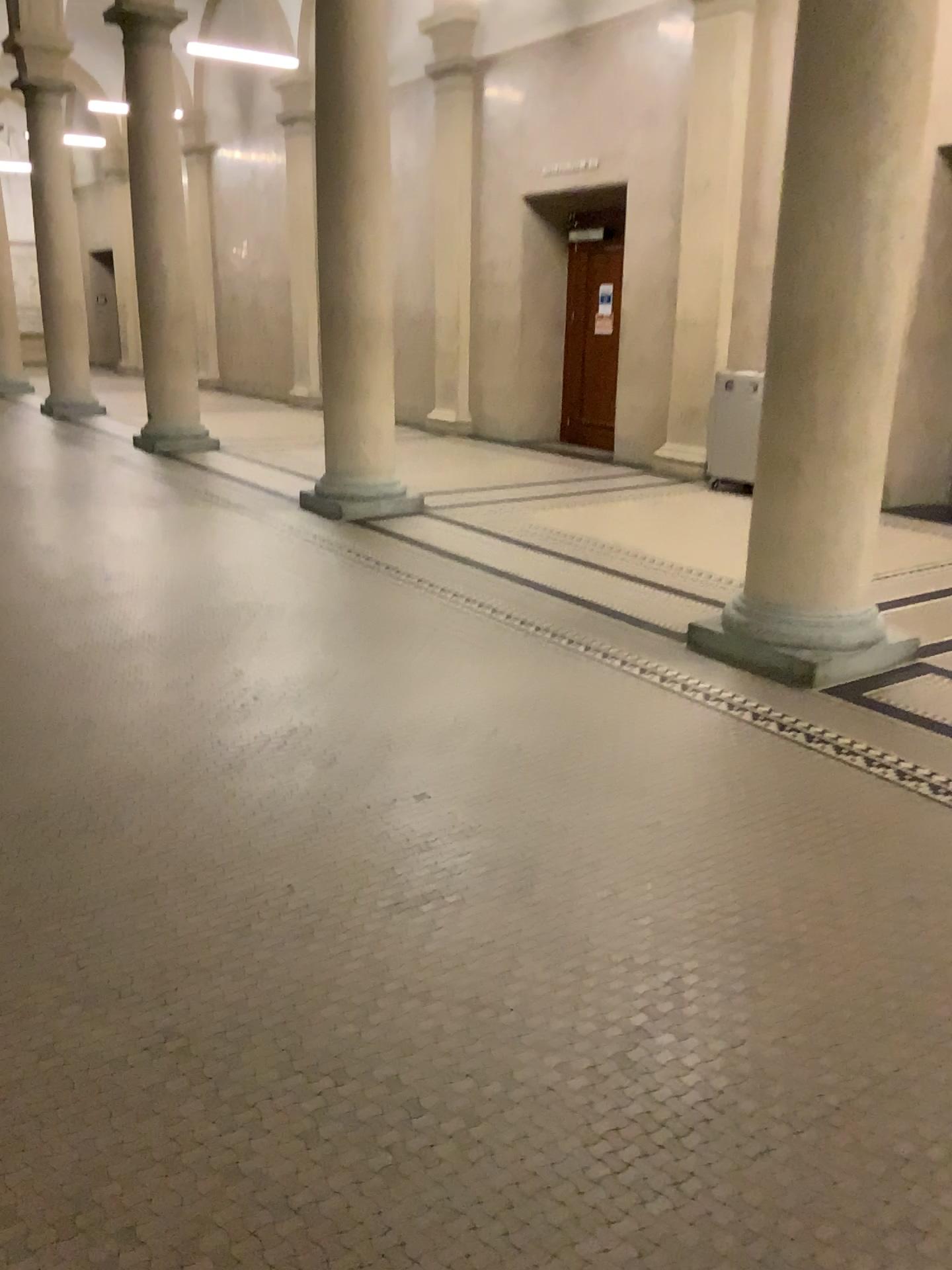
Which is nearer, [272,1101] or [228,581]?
[272,1101]
